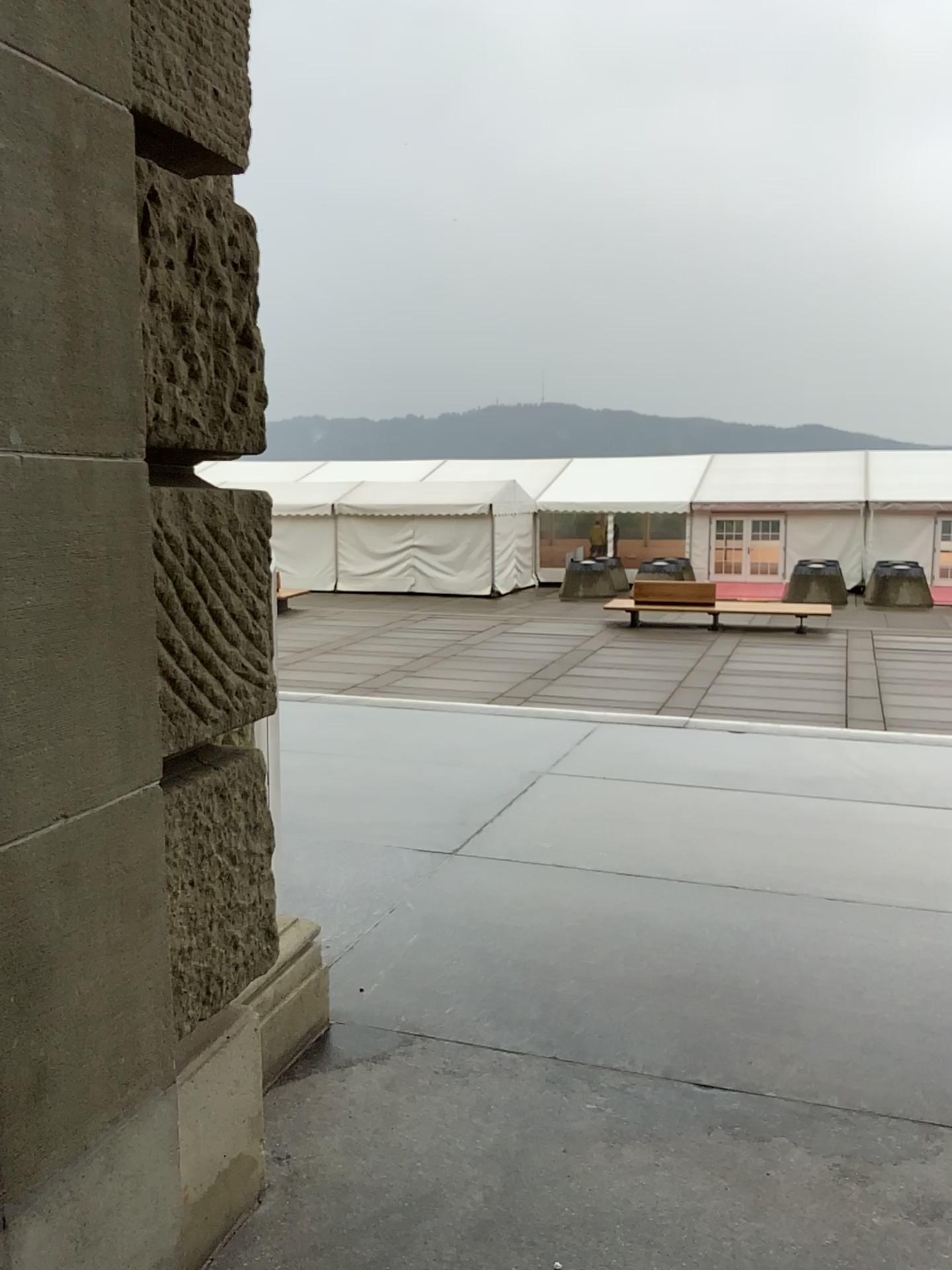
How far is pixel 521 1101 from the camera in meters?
2.5
